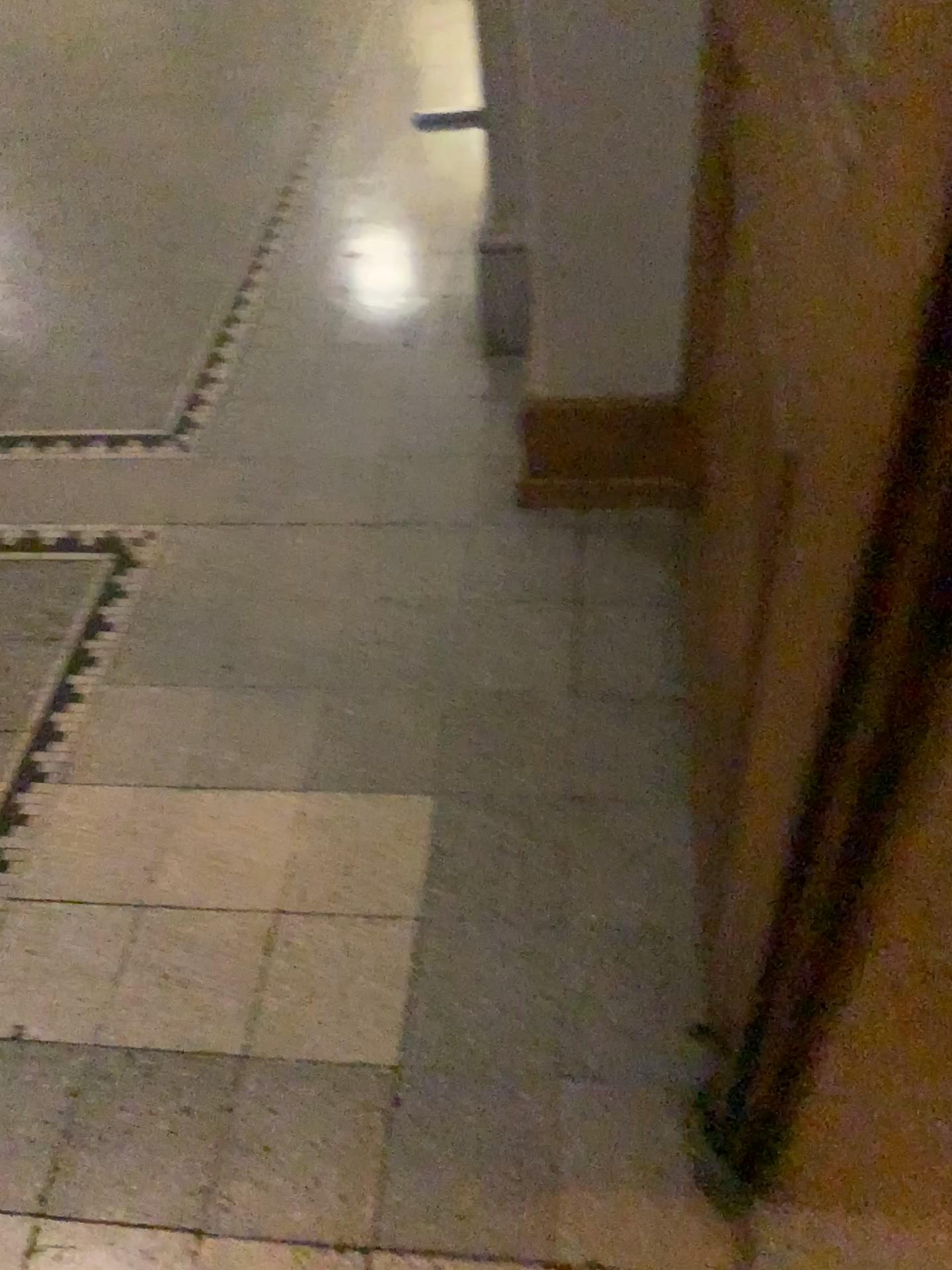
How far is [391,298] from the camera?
2.57m

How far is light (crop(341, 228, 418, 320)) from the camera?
2.6 meters

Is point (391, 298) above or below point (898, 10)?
below

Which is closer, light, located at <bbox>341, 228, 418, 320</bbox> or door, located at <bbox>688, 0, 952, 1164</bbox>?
door, located at <bbox>688, 0, 952, 1164</bbox>

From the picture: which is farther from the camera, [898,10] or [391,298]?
[391,298]

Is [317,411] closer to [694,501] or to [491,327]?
[491,327]

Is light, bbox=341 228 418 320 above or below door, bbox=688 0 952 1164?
below
